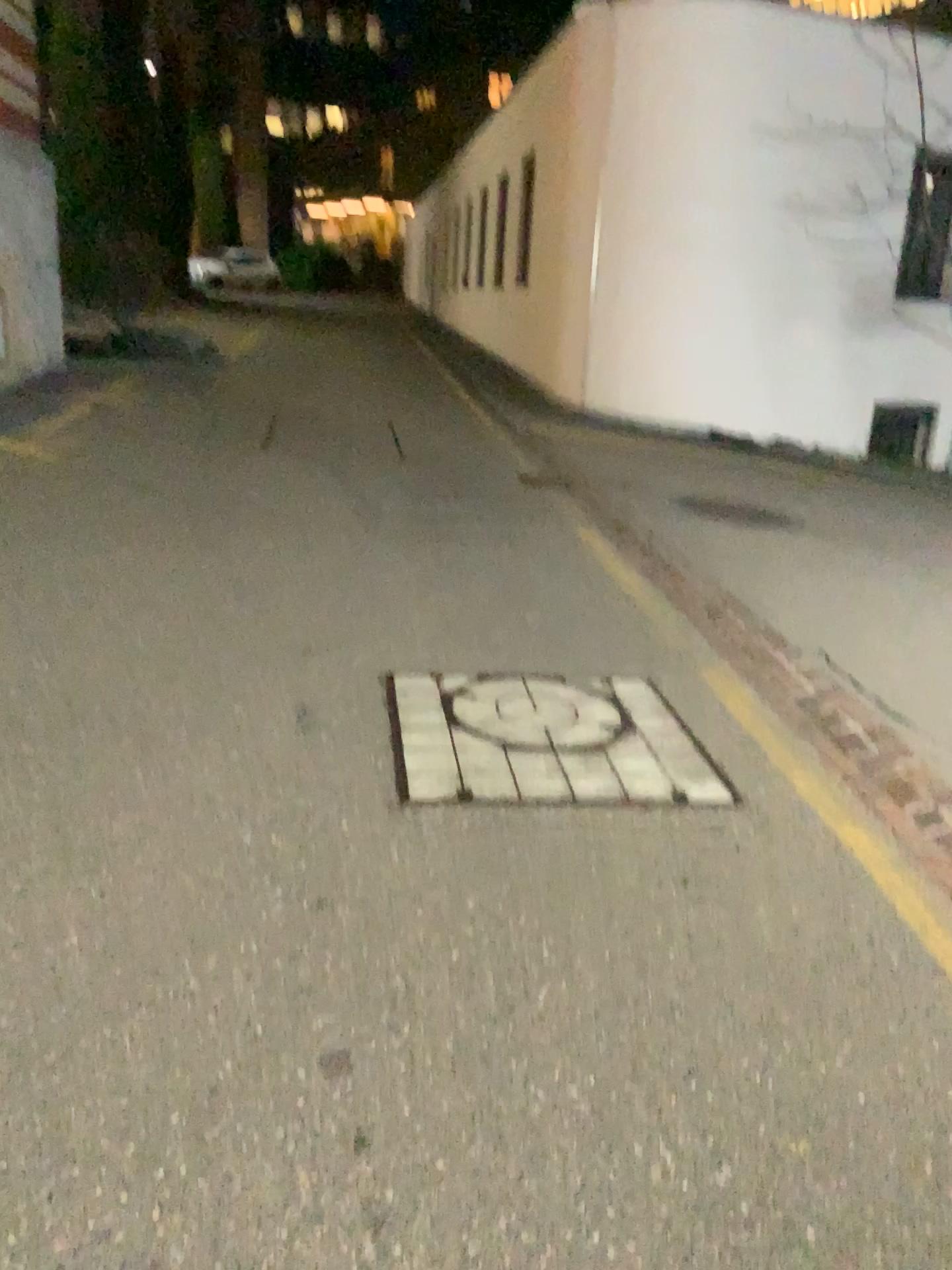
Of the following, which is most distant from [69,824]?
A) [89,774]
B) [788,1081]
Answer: [788,1081]
